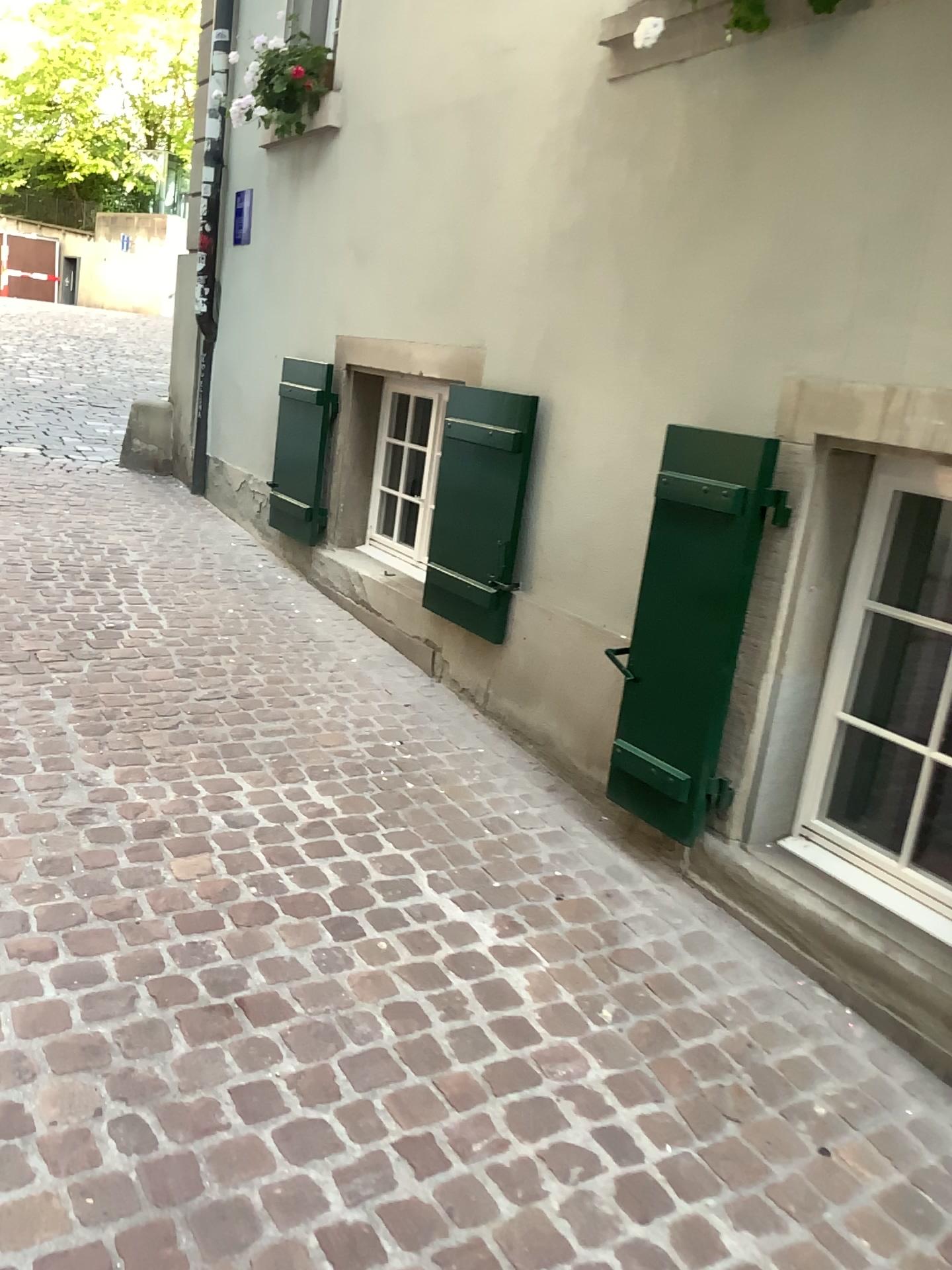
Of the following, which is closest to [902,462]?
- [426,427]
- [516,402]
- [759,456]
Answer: [759,456]

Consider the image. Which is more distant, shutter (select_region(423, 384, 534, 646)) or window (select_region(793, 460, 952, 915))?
shutter (select_region(423, 384, 534, 646))

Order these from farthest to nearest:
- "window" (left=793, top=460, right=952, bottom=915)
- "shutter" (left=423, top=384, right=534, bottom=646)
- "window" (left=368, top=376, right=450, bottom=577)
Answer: "window" (left=368, top=376, right=450, bottom=577)
"shutter" (left=423, top=384, right=534, bottom=646)
"window" (left=793, top=460, right=952, bottom=915)

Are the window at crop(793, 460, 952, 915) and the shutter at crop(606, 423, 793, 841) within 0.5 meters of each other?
yes

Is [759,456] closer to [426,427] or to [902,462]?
[902,462]

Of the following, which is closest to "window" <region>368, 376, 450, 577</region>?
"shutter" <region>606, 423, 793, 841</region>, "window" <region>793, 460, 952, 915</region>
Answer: "shutter" <region>606, 423, 793, 841</region>

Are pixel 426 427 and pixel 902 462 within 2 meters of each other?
no

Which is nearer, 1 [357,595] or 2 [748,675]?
2 [748,675]

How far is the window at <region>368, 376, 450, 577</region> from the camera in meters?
4.5

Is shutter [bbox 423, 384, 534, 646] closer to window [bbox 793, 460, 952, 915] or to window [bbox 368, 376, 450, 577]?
window [bbox 368, 376, 450, 577]
